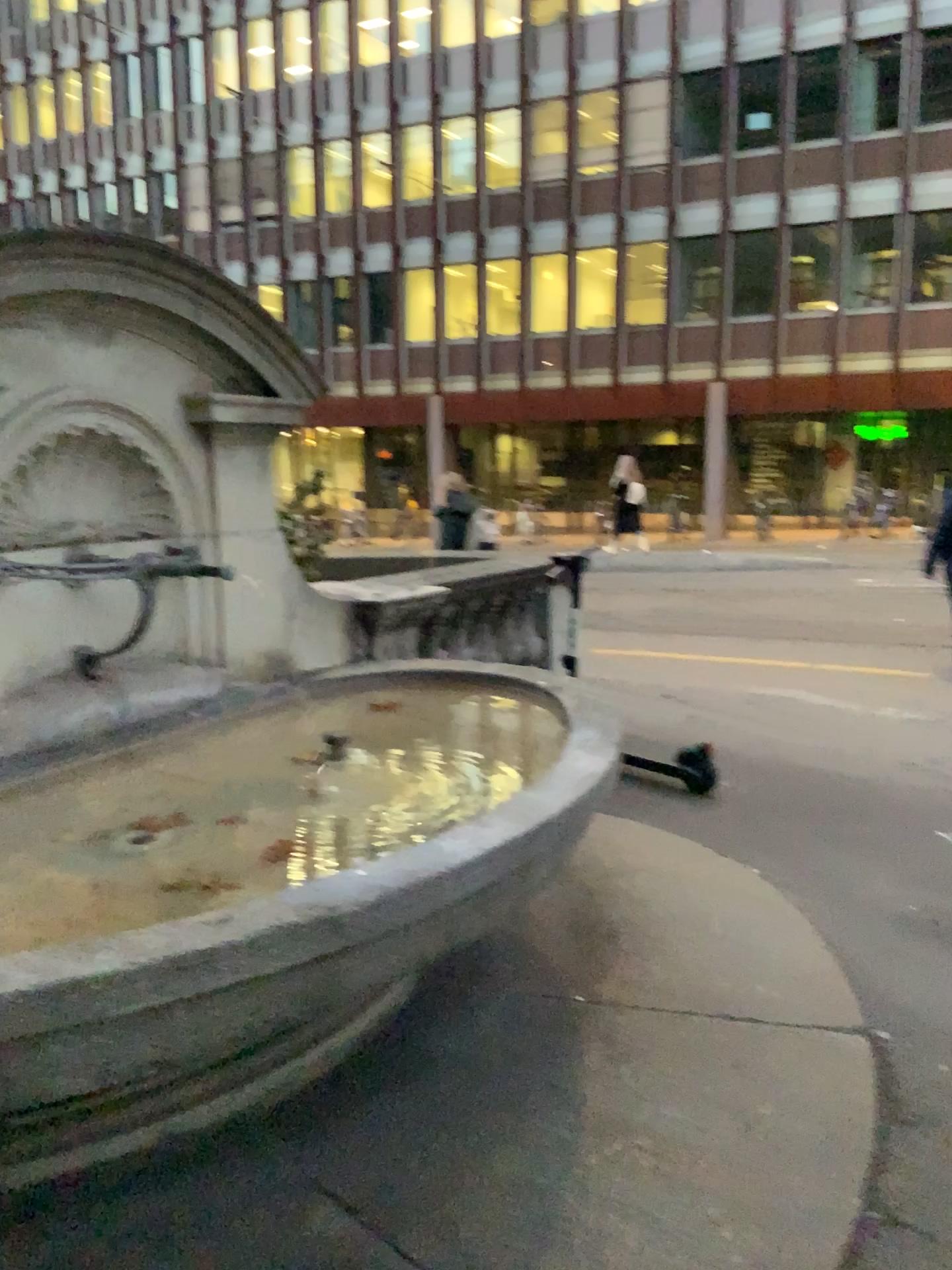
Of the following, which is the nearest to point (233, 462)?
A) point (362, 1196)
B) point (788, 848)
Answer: point (362, 1196)
